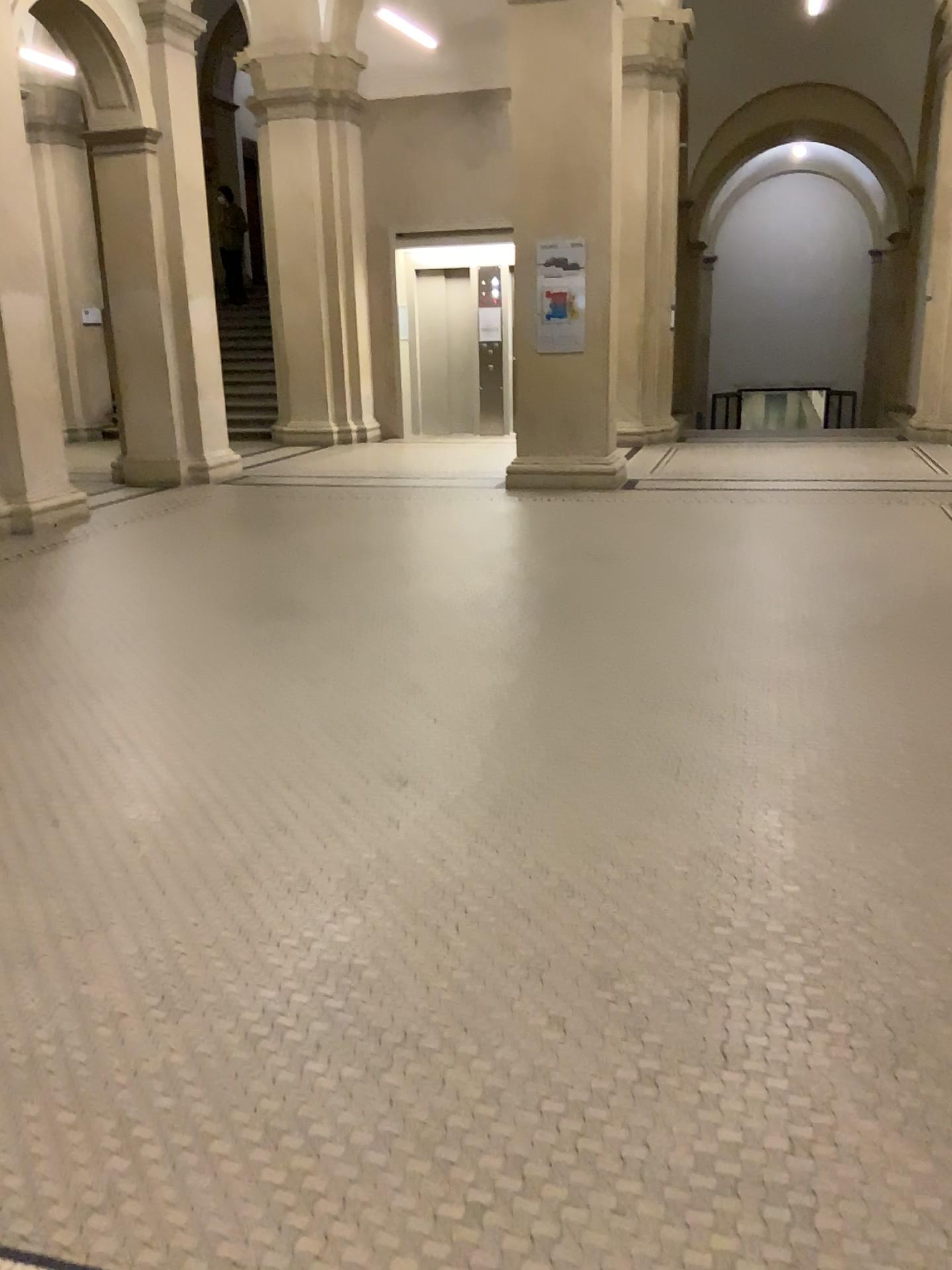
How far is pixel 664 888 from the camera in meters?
2.7 m
